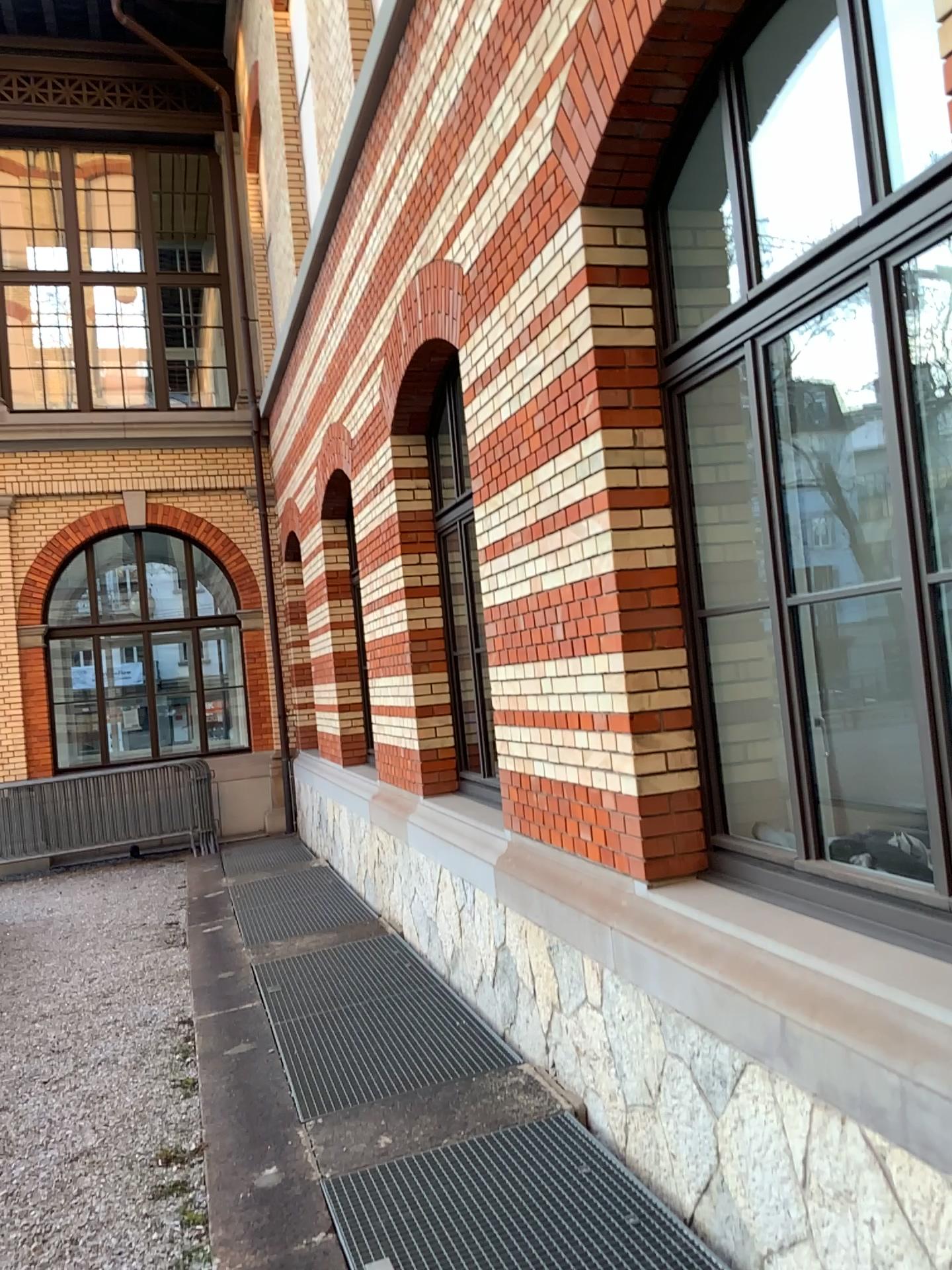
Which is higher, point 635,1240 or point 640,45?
point 640,45

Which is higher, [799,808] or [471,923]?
[799,808]

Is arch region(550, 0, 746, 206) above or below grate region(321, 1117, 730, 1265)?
above
